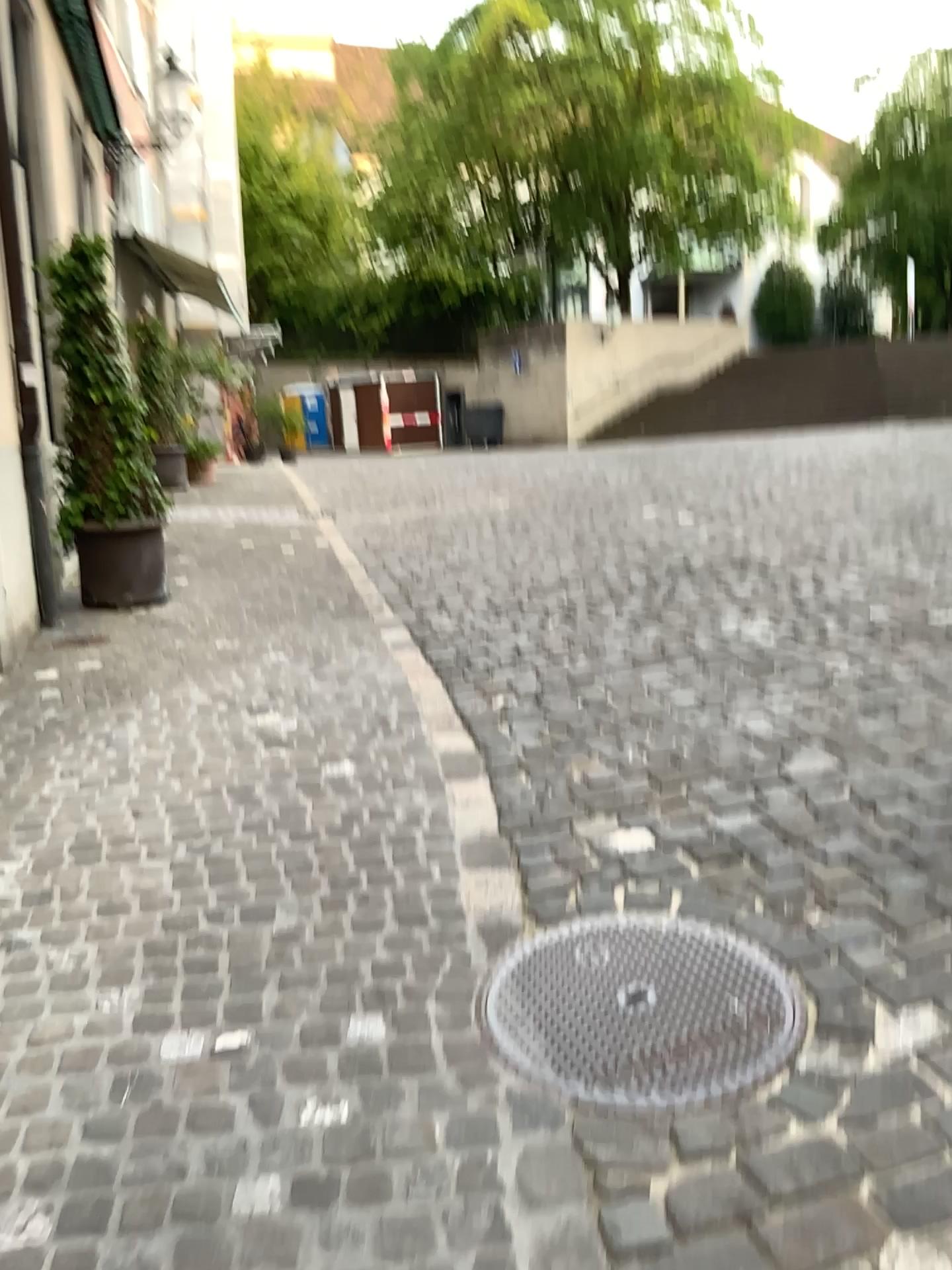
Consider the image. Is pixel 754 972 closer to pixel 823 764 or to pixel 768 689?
pixel 823 764
